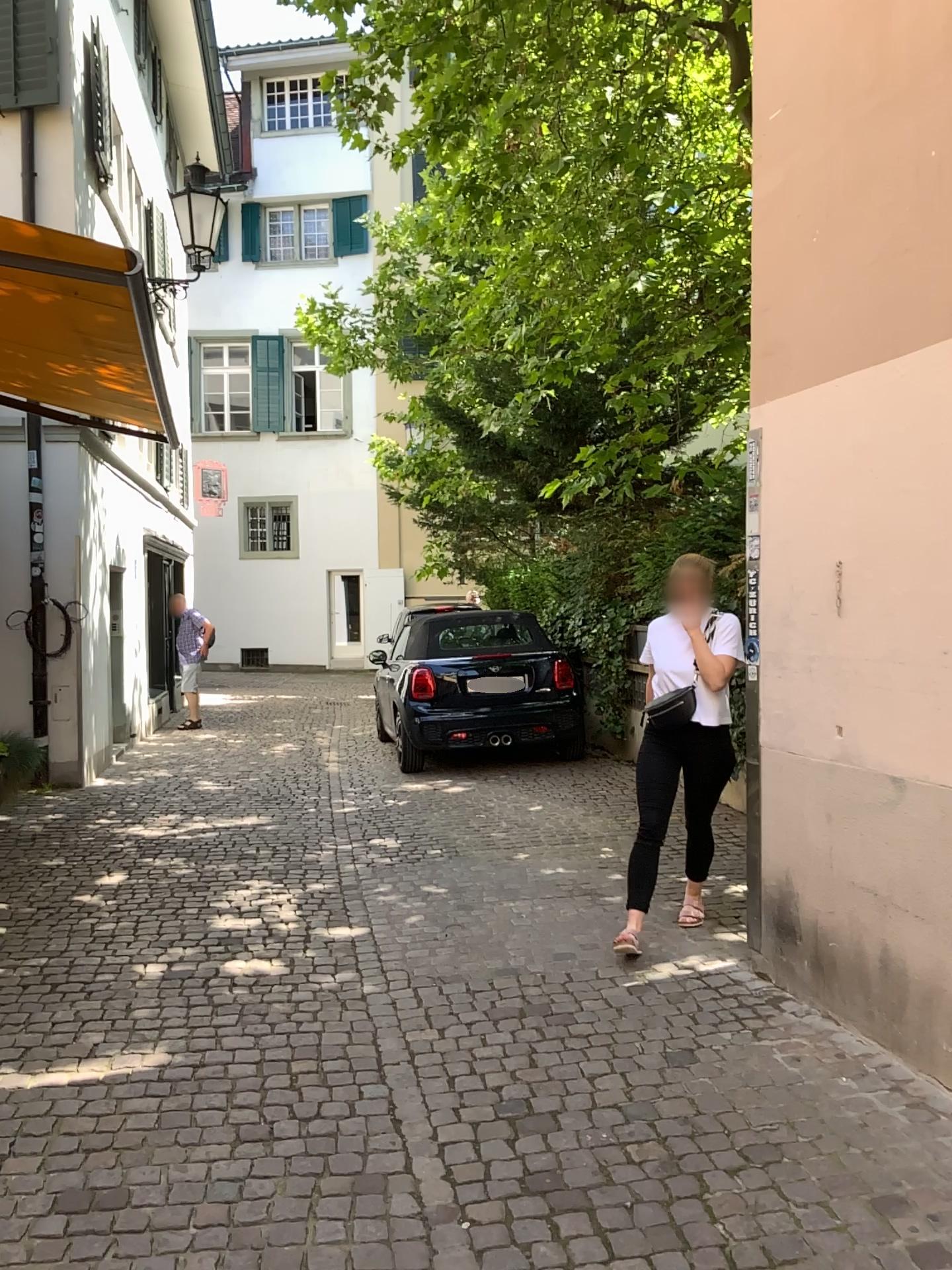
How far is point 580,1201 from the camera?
2.6 meters
